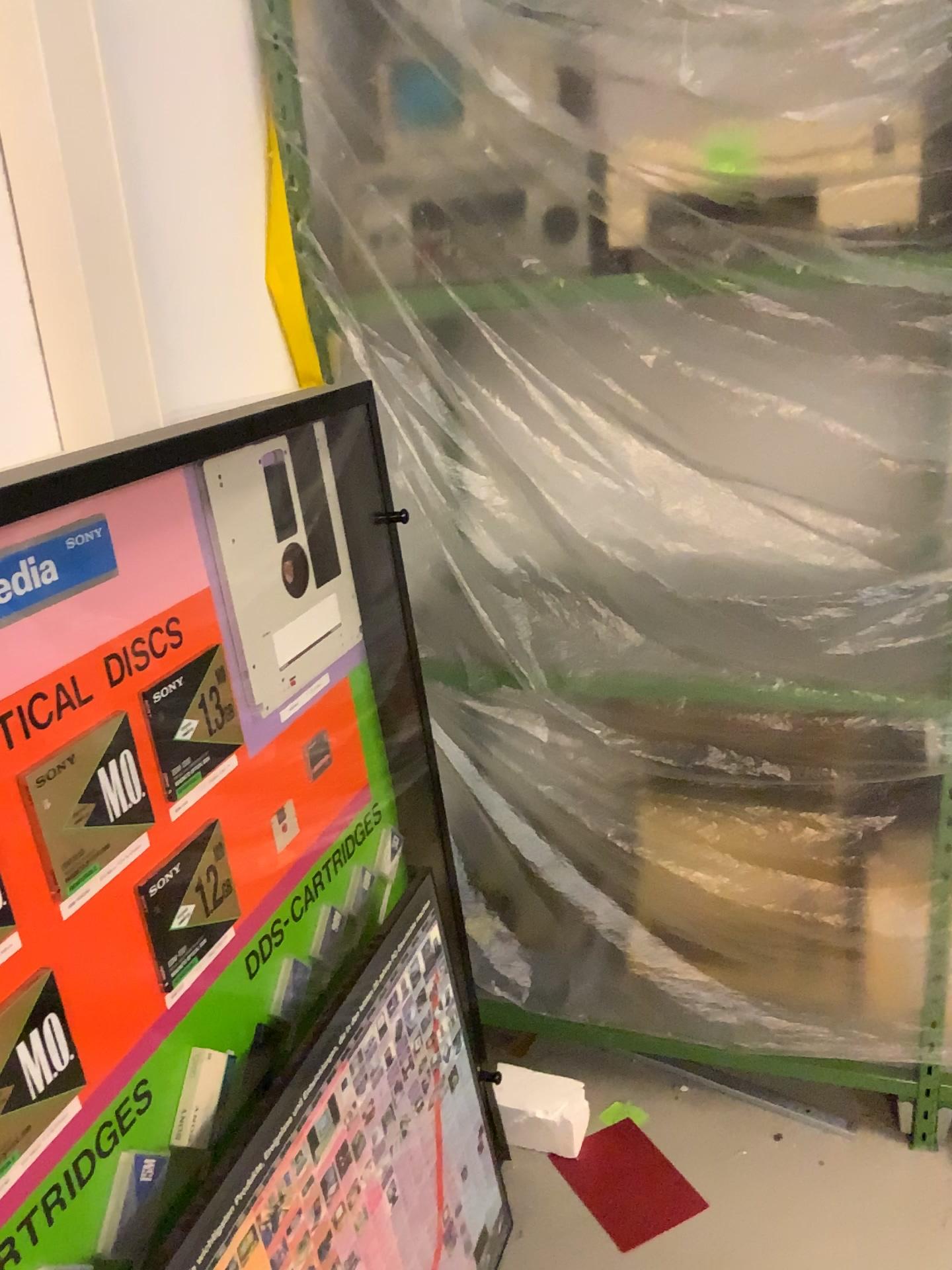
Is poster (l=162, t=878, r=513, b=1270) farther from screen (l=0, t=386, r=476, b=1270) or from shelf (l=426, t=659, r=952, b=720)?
shelf (l=426, t=659, r=952, b=720)

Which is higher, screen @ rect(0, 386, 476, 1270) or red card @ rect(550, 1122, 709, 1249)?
screen @ rect(0, 386, 476, 1270)

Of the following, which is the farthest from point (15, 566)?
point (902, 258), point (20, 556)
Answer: point (902, 258)

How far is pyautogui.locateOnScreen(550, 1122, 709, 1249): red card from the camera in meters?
1.8

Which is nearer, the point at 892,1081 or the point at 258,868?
the point at 258,868

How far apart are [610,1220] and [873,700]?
1.0 meters

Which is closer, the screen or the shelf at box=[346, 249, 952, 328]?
the screen

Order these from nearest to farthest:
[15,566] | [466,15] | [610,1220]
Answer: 1. [15,566]
2. [466,15]
3. [610,1220]

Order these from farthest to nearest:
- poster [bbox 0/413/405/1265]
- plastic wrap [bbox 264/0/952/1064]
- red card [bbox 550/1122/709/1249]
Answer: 1. red card [bbox 550/1122/709/1249]
2. plastic wrap [bbox 264/0/952/1064]
3. poster [bbox 0/413/405/1265]

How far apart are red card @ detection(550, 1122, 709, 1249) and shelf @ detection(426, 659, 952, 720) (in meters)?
0.85
